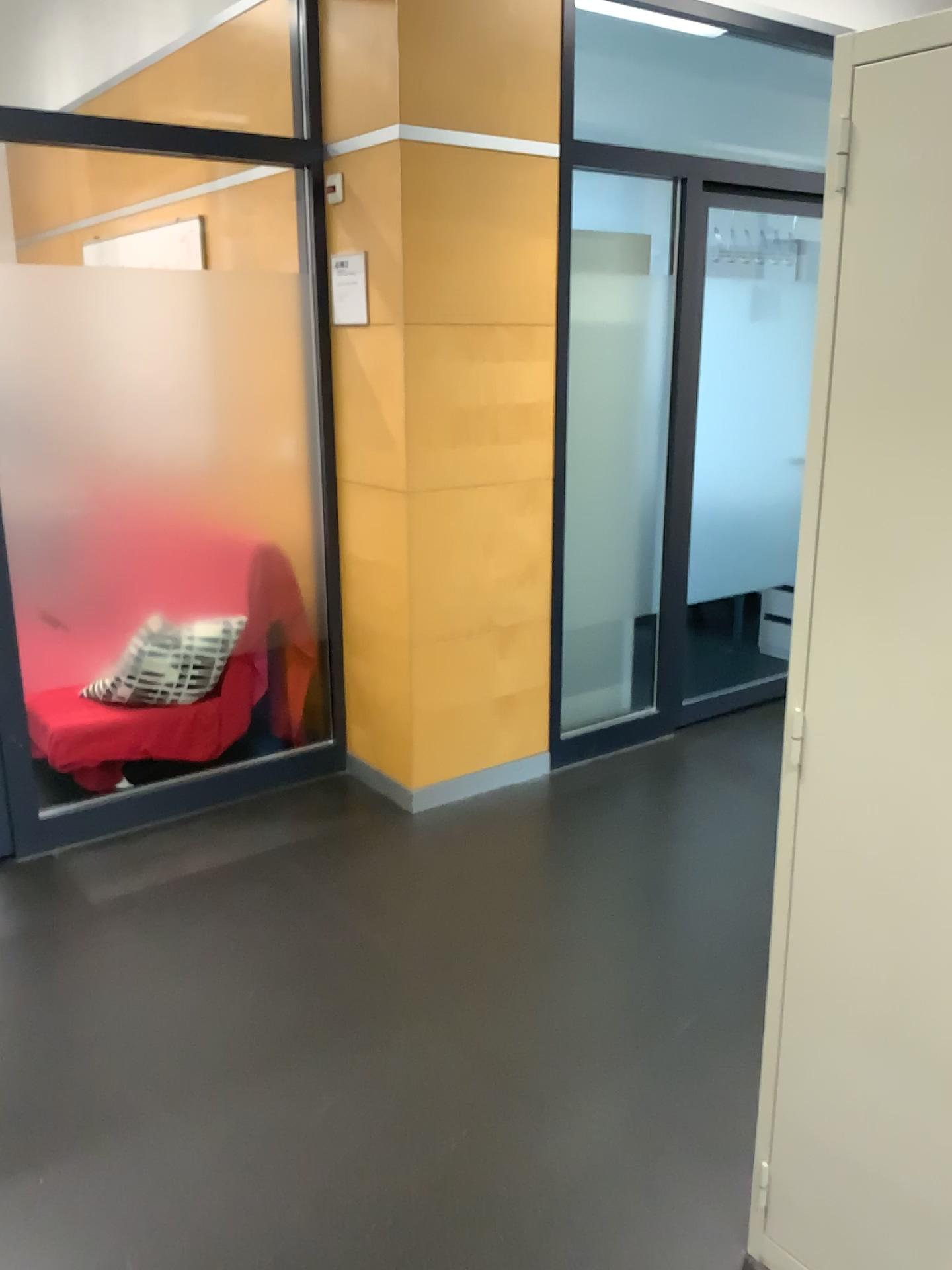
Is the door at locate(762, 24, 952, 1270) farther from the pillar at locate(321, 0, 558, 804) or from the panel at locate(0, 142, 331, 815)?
the panel at locate(0, 142, 331, 815)

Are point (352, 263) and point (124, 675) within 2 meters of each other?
yes

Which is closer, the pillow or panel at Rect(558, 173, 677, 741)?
the pillow

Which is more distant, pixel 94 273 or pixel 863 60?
pixel 94 273

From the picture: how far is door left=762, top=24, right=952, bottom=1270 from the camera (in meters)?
1.32

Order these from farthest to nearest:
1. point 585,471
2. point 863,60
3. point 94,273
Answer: point 585,471, point 94,273, point 863,60

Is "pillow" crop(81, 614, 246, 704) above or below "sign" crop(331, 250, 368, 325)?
below

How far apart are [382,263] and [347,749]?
1.69m

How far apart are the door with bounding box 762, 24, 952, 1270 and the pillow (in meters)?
2.35

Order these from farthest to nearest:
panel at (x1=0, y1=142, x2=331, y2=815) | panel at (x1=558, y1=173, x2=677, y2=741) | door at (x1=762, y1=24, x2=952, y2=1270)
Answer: panel at (x1=558, y1=173, x2=677, y2=741)
panel at (x1=0, y1=142, x2=331, y2=815)
door at (x1=762, y1=24, x2=952, y2=1270)
